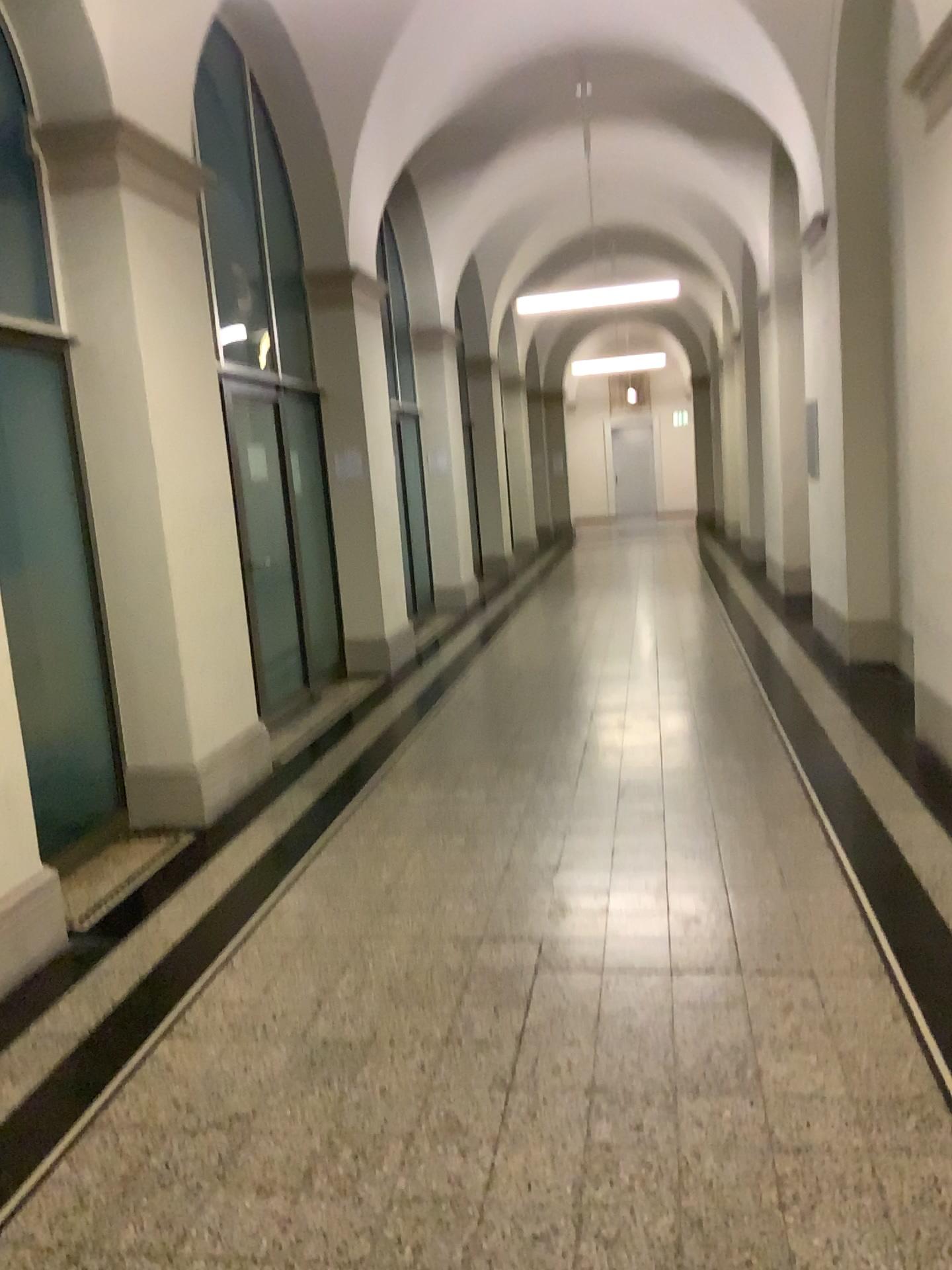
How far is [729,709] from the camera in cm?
589
